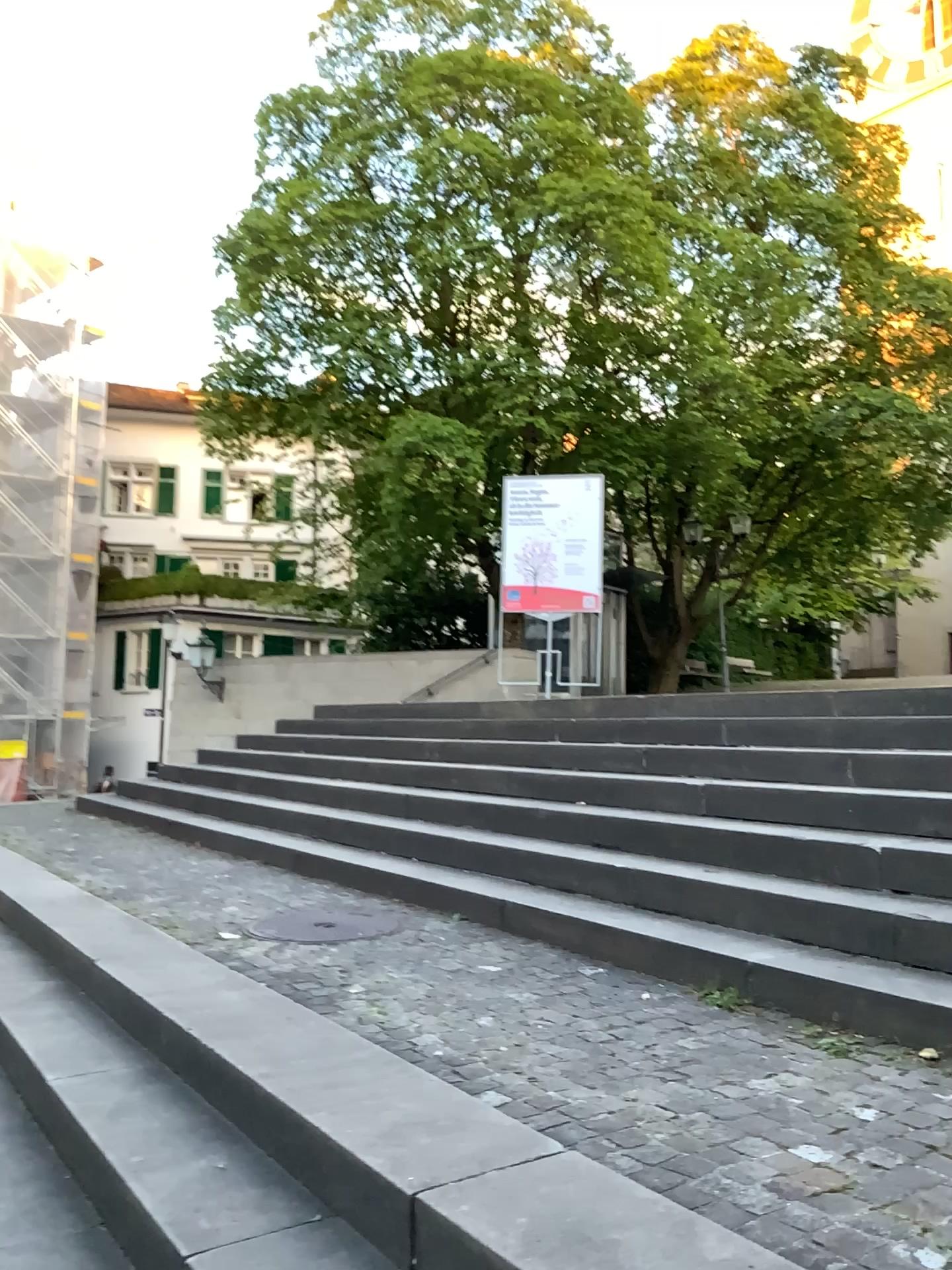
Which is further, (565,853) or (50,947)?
(565,853)

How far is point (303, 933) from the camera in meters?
4.1

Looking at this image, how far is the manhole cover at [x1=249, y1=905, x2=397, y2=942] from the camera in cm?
414
